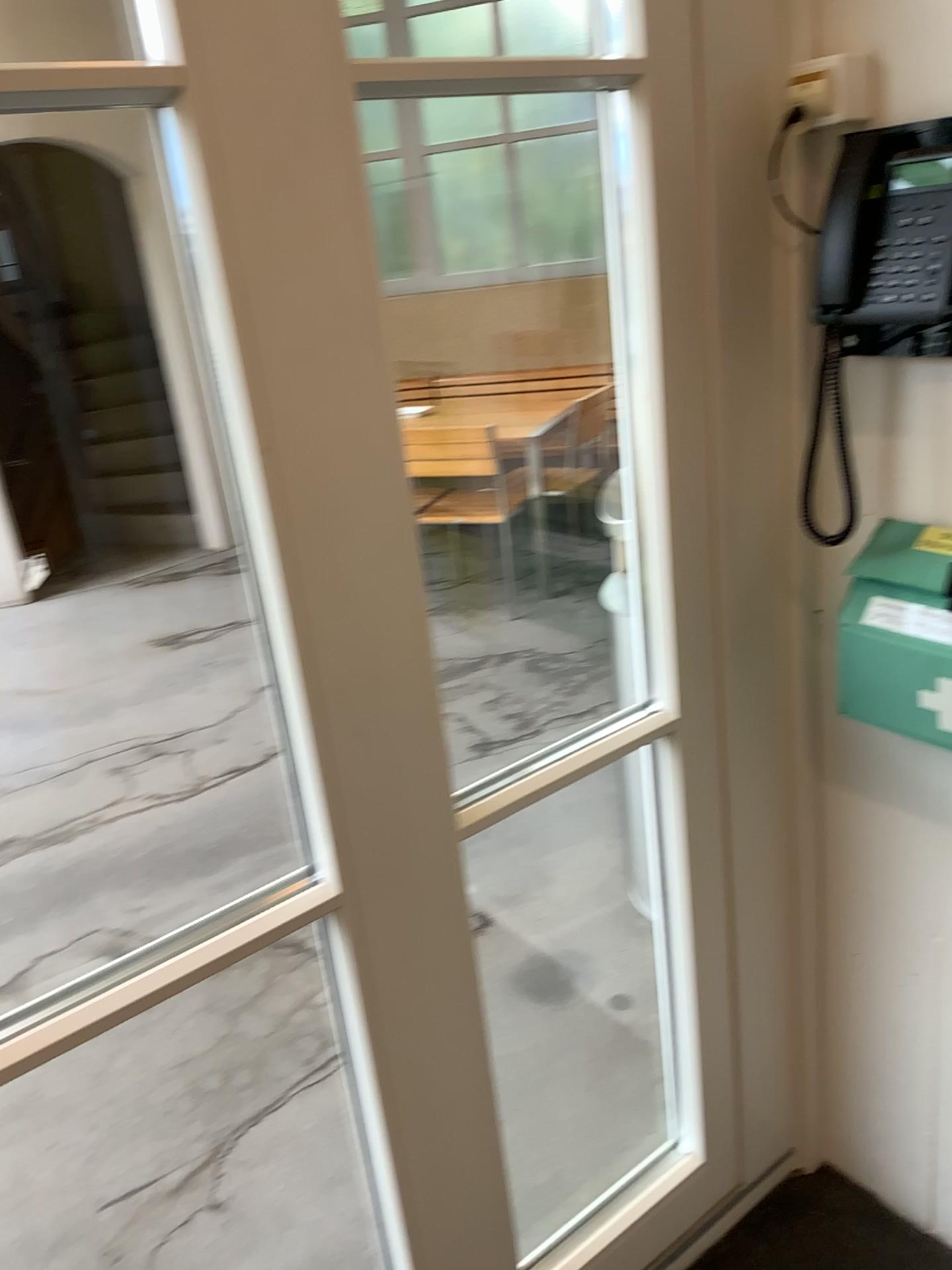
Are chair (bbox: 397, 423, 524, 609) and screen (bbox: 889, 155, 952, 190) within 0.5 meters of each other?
no

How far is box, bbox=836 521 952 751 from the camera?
1.23m

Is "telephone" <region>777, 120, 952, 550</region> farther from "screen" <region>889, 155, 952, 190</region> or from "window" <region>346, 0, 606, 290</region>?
"window" <region>346, 0, 606, 290</region>

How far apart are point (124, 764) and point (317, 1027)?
1.57m

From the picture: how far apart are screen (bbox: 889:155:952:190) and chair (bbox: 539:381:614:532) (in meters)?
0.57

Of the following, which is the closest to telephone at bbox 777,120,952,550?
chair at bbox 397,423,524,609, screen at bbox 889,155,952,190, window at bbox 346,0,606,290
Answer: screen at bbox 889,155,952,190

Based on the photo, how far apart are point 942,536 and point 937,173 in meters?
0.4

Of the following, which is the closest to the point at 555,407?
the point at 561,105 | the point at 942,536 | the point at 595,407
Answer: the point at 595,407

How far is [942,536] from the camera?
1.2m

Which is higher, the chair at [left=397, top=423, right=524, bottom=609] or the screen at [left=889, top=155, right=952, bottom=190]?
the screen at [left=889, top=155, right=952, bottom=190]
